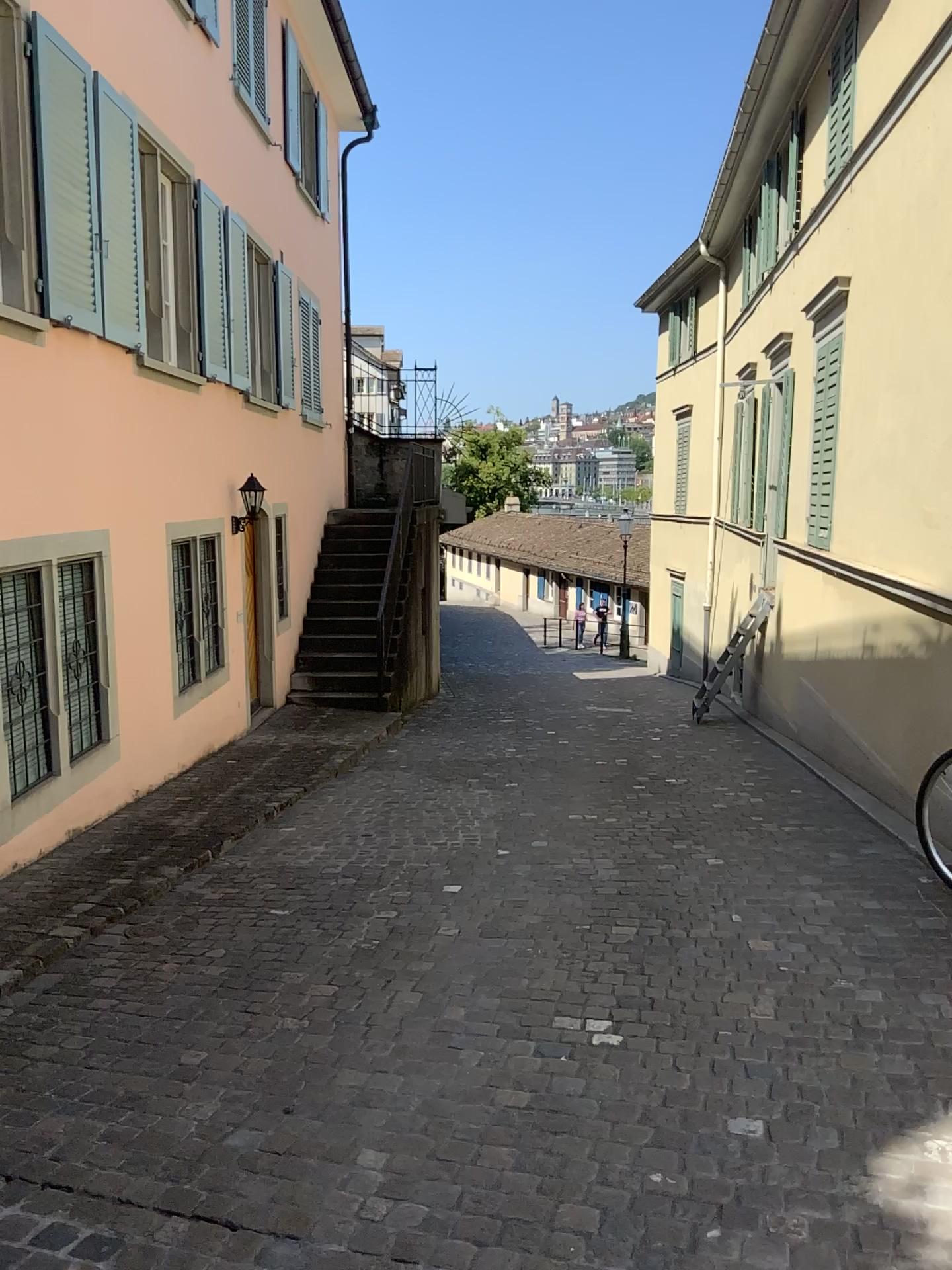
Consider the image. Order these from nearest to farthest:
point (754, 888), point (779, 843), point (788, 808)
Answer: point (754, 888) → point (779, 843) → point (788, 808)
